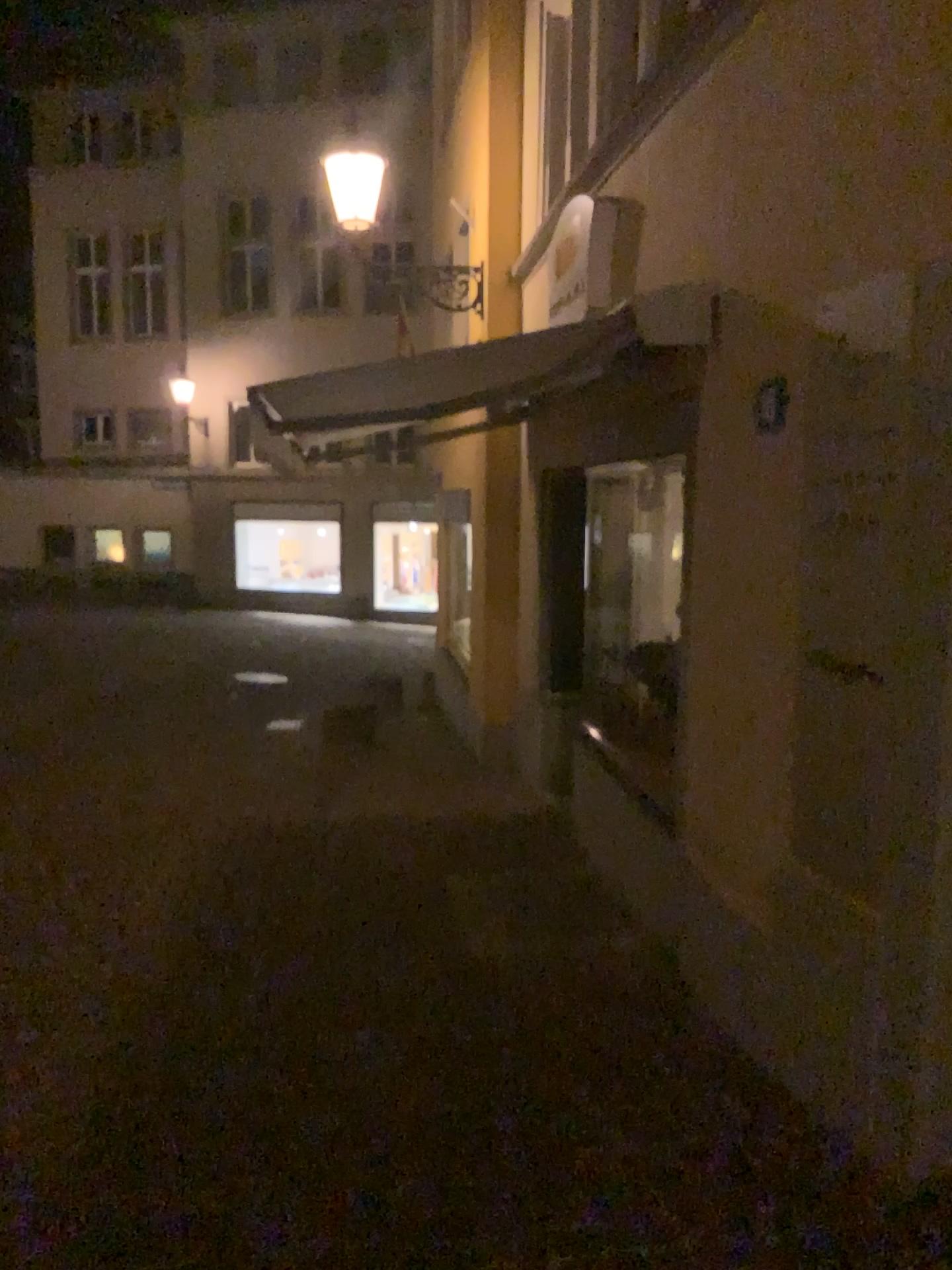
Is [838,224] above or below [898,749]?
above
